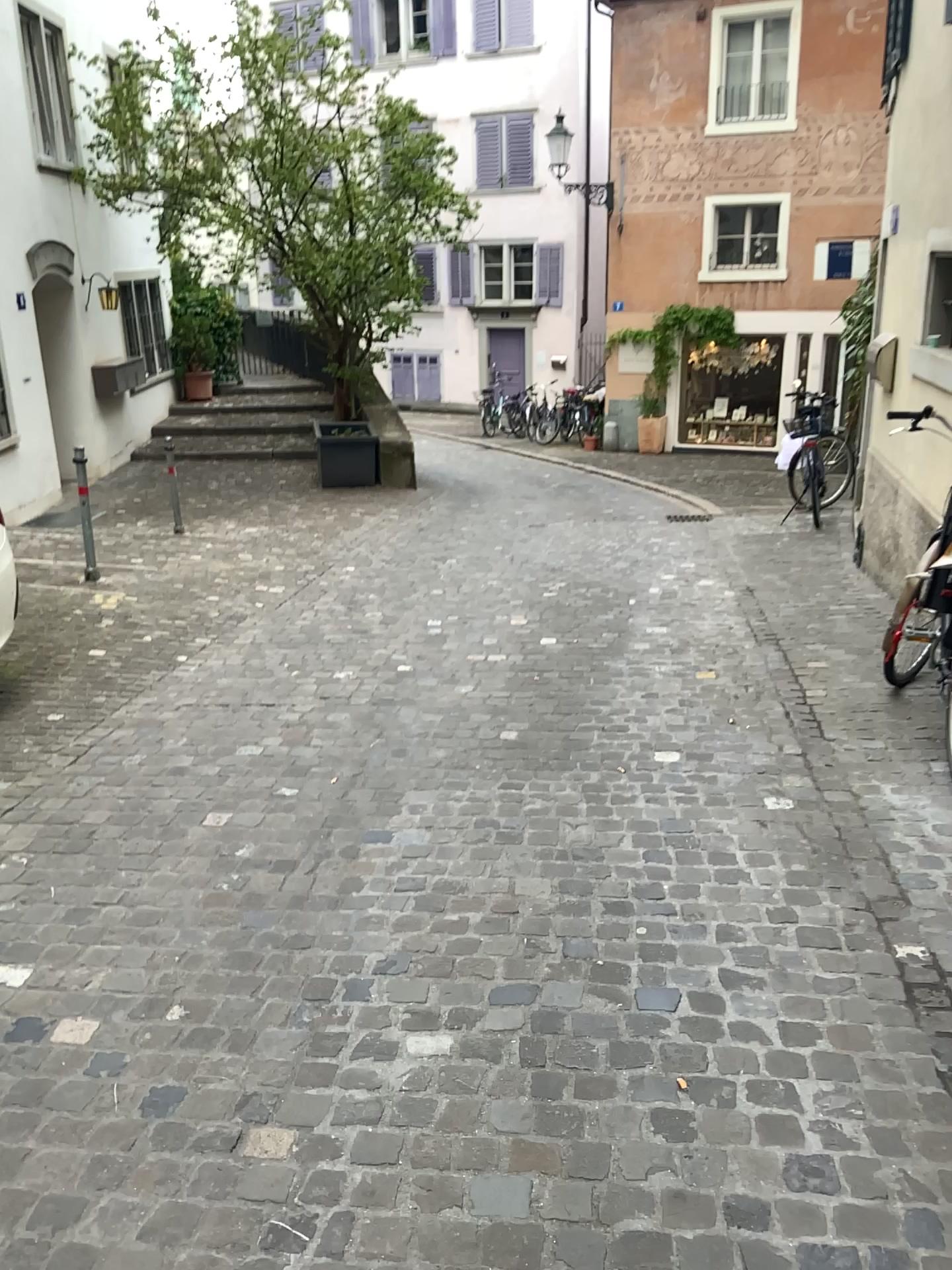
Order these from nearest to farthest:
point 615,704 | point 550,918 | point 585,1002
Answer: point 585,1002 → point 550,918 → point 615,704
